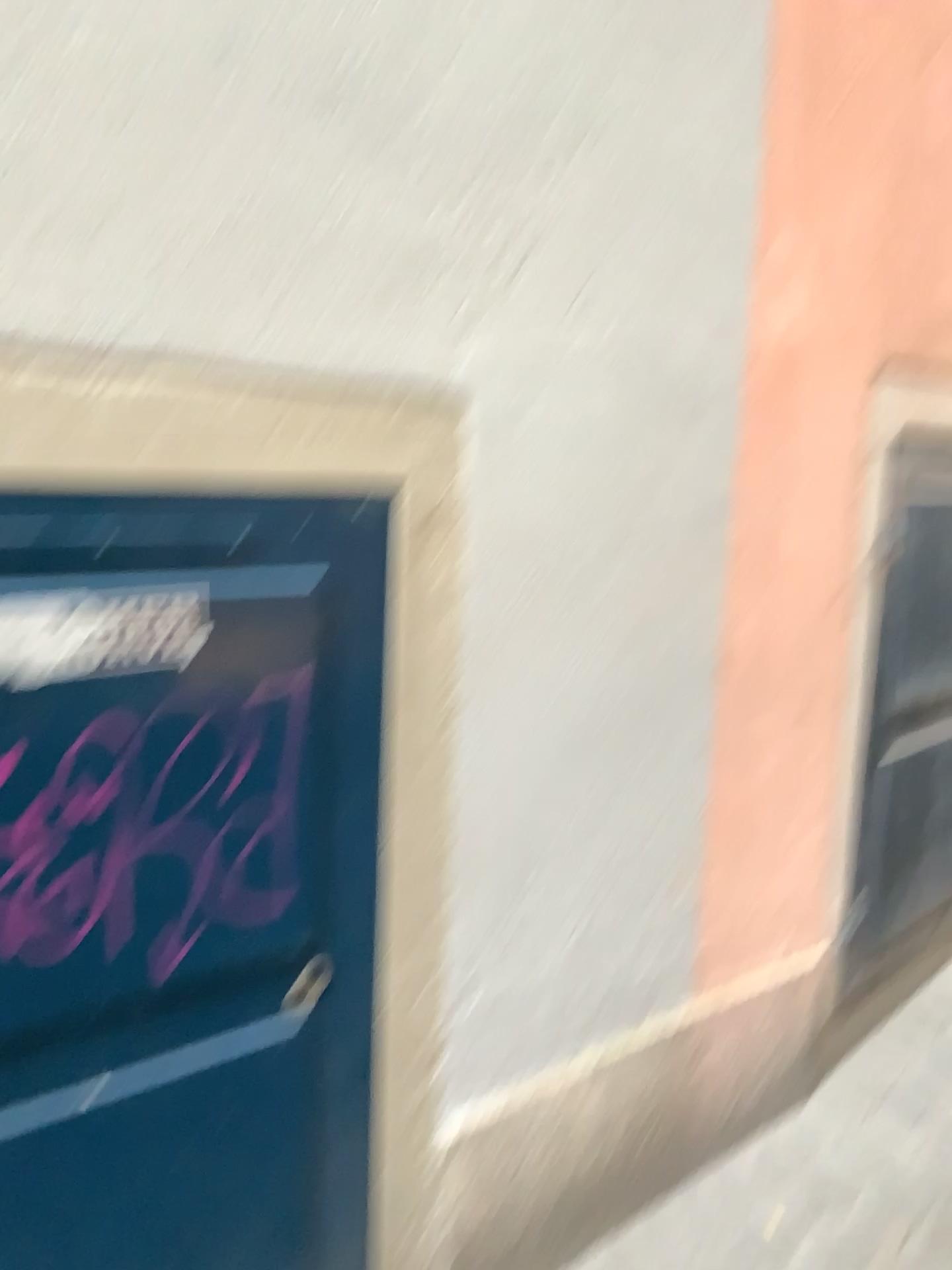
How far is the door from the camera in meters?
1.1 m

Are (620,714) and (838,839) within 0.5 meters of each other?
no

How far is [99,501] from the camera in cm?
112
